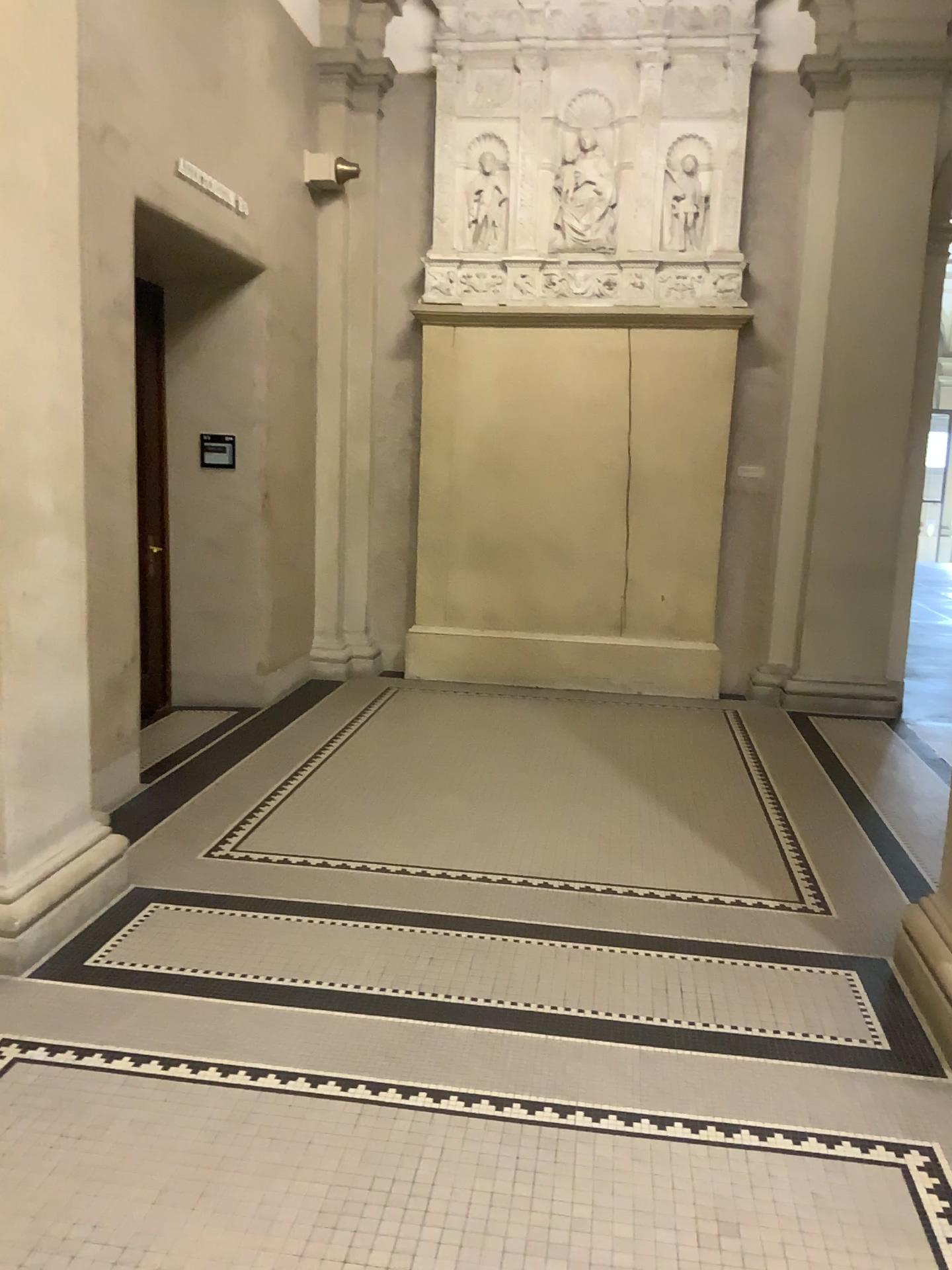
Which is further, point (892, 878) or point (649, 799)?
point (649, 799)
